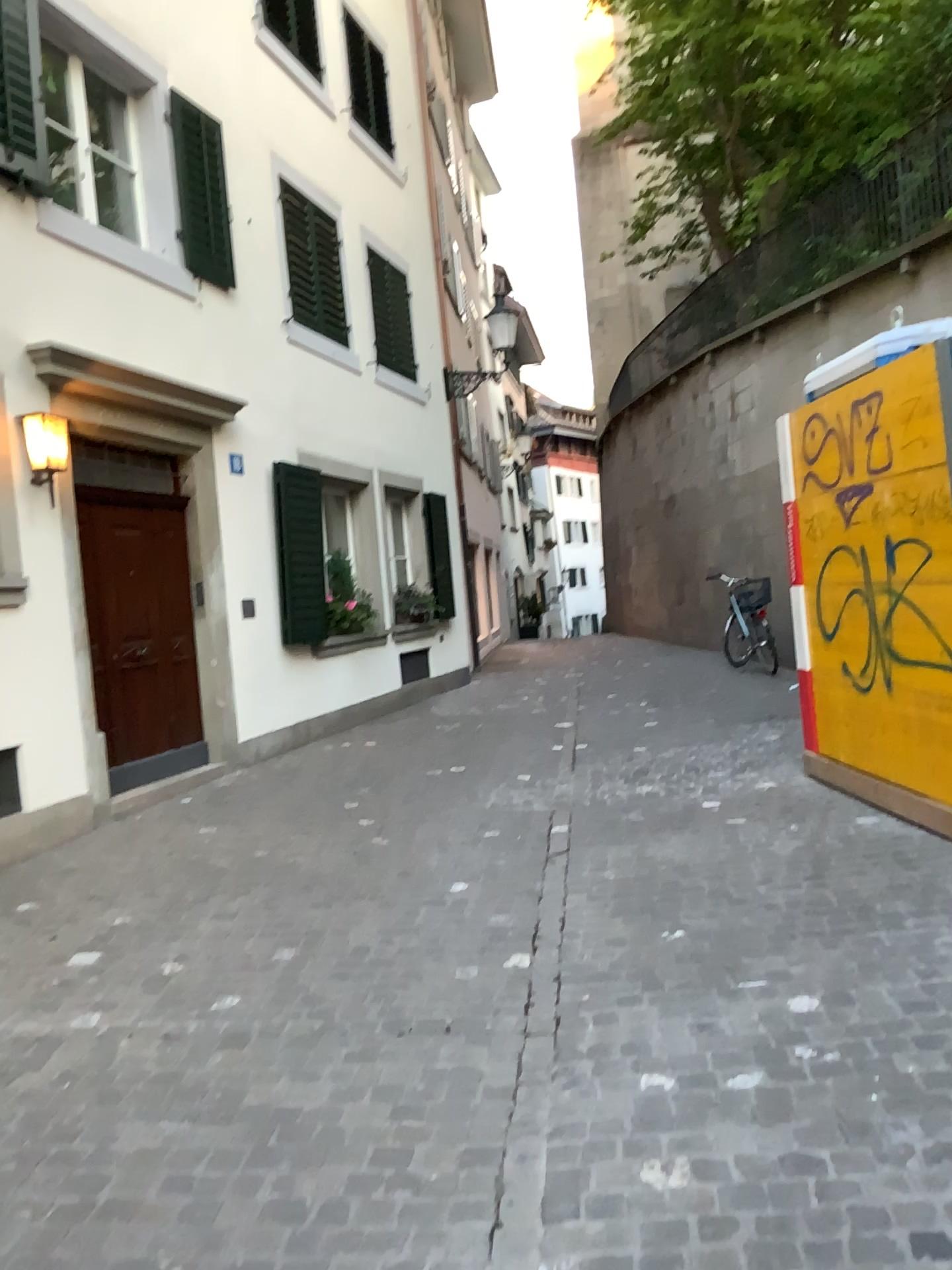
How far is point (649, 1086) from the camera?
2.8m
